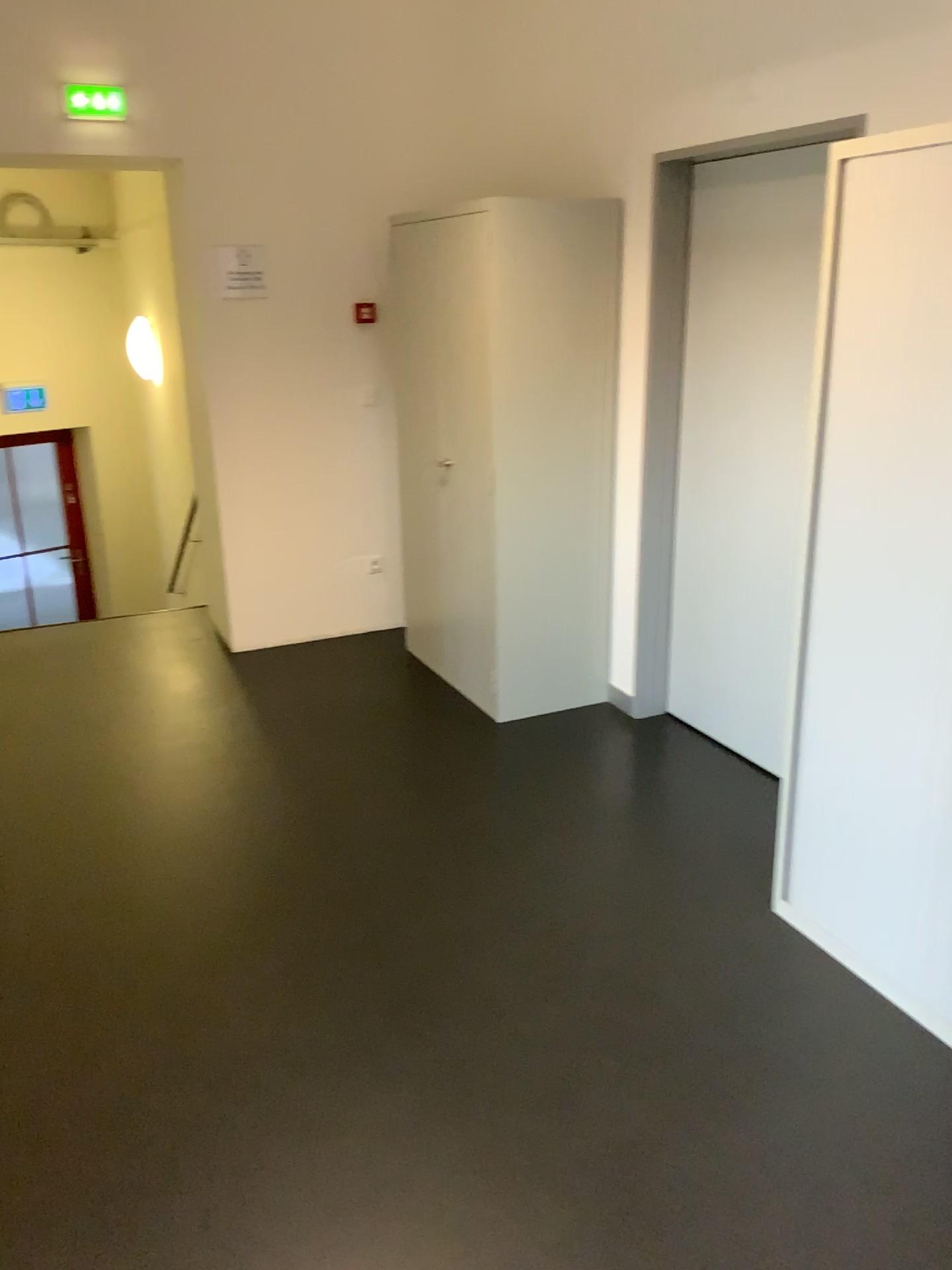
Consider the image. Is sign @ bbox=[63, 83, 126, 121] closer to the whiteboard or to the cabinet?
the cabinet

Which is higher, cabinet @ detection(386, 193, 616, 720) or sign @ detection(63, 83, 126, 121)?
sign @ detection(63, 83, 126, 121)

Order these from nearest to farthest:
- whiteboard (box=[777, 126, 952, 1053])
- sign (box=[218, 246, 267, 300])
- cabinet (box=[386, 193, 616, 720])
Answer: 1. whiteboard (box=[777, 126, 952, 1053])
2. cabinet (box=[386, 193, 616, 720])
3. sign (box=[218, 246, 267, 300])

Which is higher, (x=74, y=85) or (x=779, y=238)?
(x=74, y=85)

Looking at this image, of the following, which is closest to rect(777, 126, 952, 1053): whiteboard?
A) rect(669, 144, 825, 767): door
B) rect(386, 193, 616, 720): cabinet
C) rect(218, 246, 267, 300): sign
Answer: rect(669, 144, 825, 767): door

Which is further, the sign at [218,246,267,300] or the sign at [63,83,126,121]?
the sign at [218,246,267,300]

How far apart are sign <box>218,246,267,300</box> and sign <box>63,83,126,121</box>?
0.6m

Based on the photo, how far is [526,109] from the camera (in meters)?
4.29

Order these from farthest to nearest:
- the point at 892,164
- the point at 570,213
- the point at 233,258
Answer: Result: the point at 233,258
the point at 570,213
the point at 892,164

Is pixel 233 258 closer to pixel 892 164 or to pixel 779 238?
pixel 779 238
